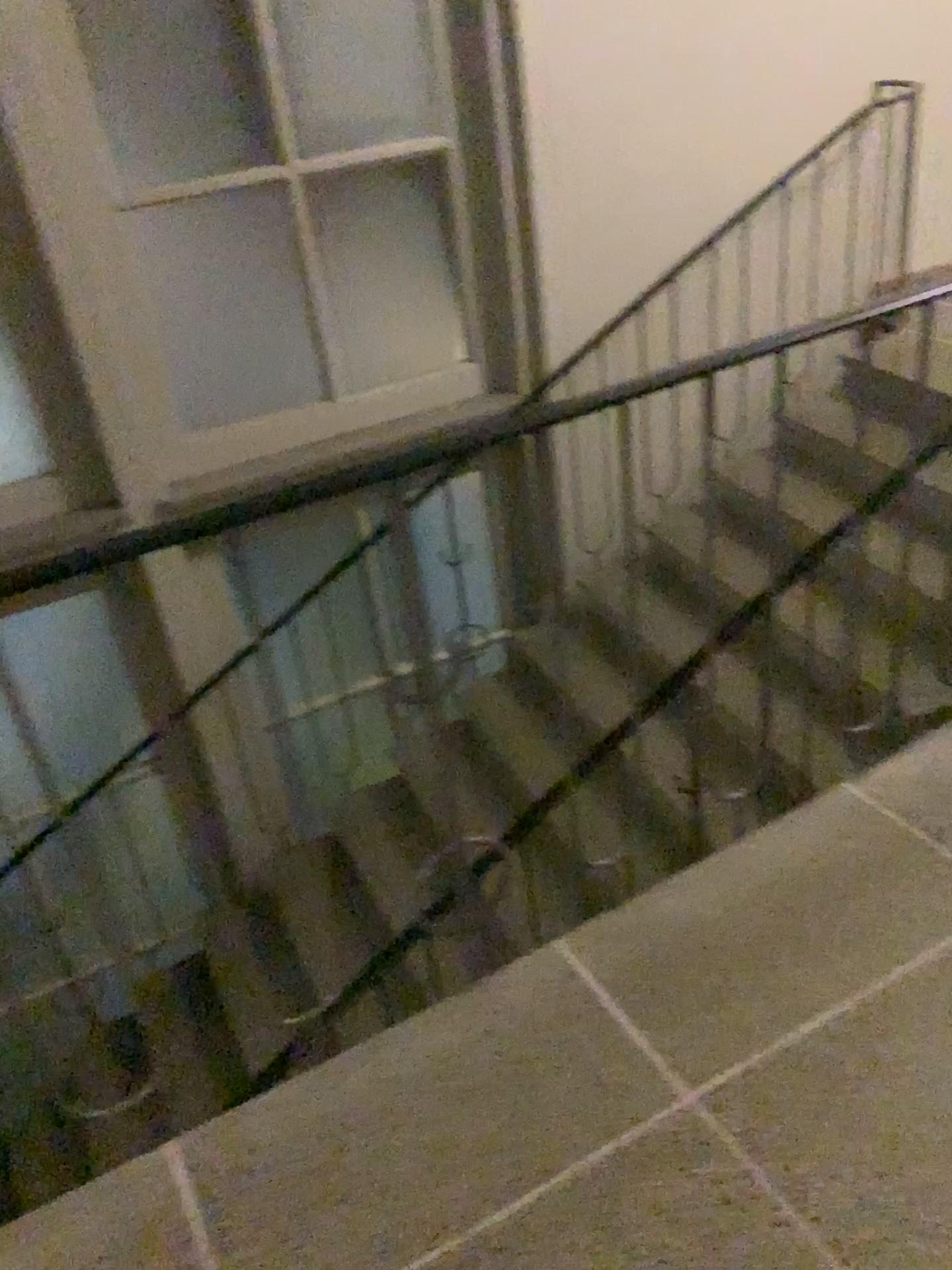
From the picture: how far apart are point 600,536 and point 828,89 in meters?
2.0 m

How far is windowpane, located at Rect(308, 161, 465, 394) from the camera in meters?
3.9 m

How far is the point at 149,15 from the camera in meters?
3.3 m

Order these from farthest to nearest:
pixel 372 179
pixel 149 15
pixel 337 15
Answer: pixel 372 179 → pixel 337 15 → pixel 149 15

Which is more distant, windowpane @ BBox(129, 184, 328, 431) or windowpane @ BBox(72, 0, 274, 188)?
windowpane @ BBox(129, 184, 328, 431)

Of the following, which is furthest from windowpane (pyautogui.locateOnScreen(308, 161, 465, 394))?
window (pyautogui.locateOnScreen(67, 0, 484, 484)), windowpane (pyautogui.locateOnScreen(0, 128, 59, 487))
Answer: windowpane (pyautogui.locateOnScreen(0, 128, 59, 487))

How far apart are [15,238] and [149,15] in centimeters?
81cm

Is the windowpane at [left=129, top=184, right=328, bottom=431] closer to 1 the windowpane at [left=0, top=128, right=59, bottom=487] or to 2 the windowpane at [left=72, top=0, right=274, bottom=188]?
2 the windowpane at [left=72, top=0, right=274, bottom=188]

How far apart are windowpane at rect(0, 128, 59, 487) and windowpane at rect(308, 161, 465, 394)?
1.0 meters

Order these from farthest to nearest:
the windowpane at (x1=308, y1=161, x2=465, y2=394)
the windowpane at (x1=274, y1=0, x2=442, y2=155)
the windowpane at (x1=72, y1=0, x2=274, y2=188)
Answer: the windowpane at (x1=308, y1=161, x2=465, y2=394) < the windowpane at (x1=274, y1=0, x2=442, y2=155) < the windowpane at (x1=72, y1=0, x2=274, y2=188)
